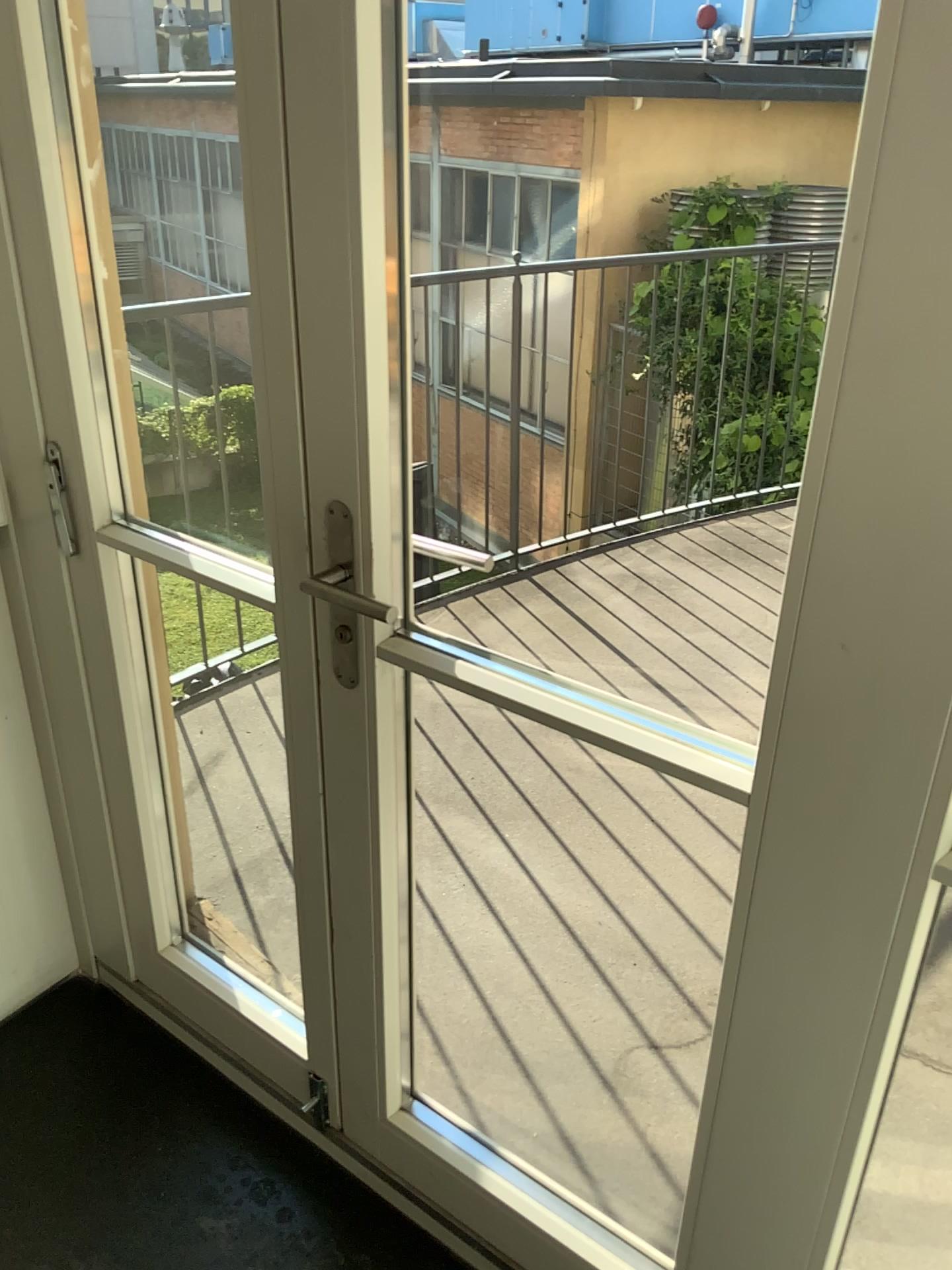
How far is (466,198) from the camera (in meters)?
2.36

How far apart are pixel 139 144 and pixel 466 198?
0.89m

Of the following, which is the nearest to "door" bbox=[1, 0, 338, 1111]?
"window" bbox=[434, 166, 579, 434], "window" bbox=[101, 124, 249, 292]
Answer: "window" bbox=[101, 124, 249, 292]

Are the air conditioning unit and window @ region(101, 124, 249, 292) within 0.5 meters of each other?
yes

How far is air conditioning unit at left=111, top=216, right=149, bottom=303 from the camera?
1.7m

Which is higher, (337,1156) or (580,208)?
(580,208)

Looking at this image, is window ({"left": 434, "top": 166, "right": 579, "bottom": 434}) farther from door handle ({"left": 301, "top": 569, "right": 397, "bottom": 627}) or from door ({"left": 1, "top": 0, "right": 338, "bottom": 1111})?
door handle ({"left": 301, "top": 569, "right": 397, "bottom": 627})

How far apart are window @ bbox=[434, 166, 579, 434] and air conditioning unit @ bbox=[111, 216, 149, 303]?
0.8m

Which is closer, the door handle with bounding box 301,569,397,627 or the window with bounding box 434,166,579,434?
the door handle with bounding box 301,569,397,627

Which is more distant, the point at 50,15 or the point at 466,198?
the point at 466,198
